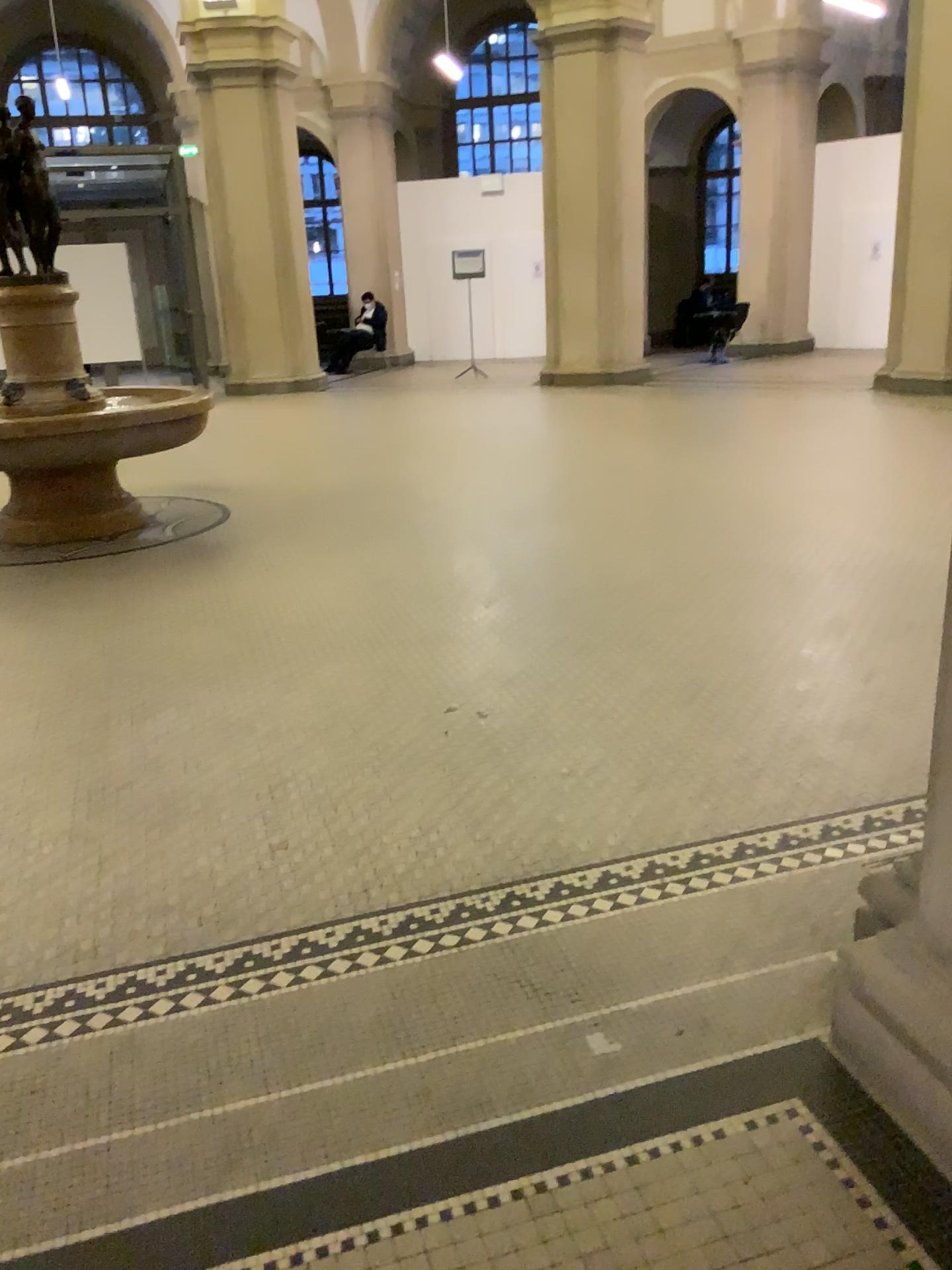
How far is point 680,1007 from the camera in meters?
2.1 m
